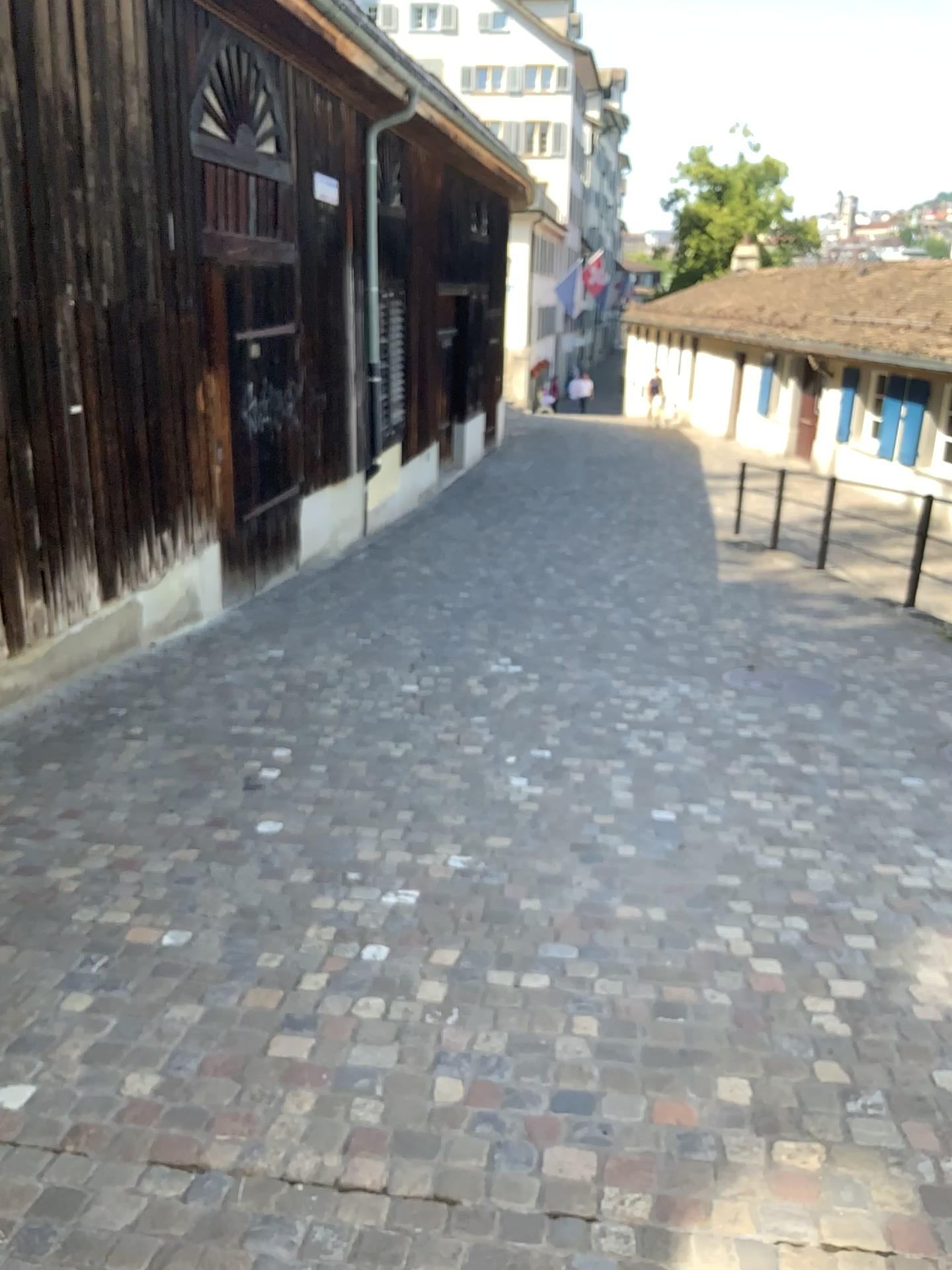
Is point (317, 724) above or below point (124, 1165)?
below
